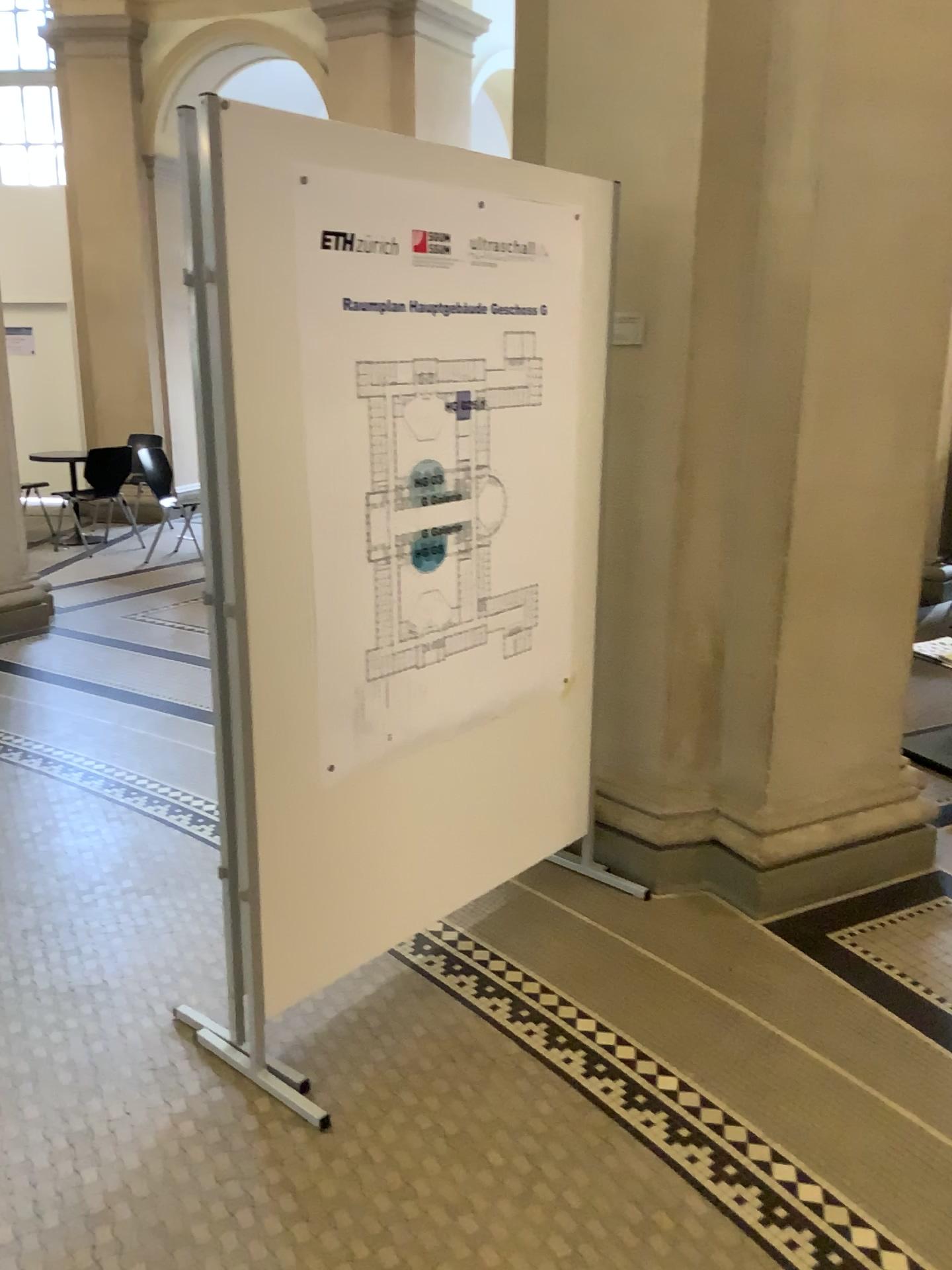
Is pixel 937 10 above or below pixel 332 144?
above

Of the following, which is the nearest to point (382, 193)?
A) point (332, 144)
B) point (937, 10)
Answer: point (332, 144)

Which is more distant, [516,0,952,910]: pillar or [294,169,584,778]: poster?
[516,0,952,910]: pillar

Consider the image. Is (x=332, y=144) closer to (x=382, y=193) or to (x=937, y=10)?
(x=382, y=193)

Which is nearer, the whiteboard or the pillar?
the whiteboard

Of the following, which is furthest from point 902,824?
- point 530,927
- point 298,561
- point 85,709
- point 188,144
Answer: point 85,709
